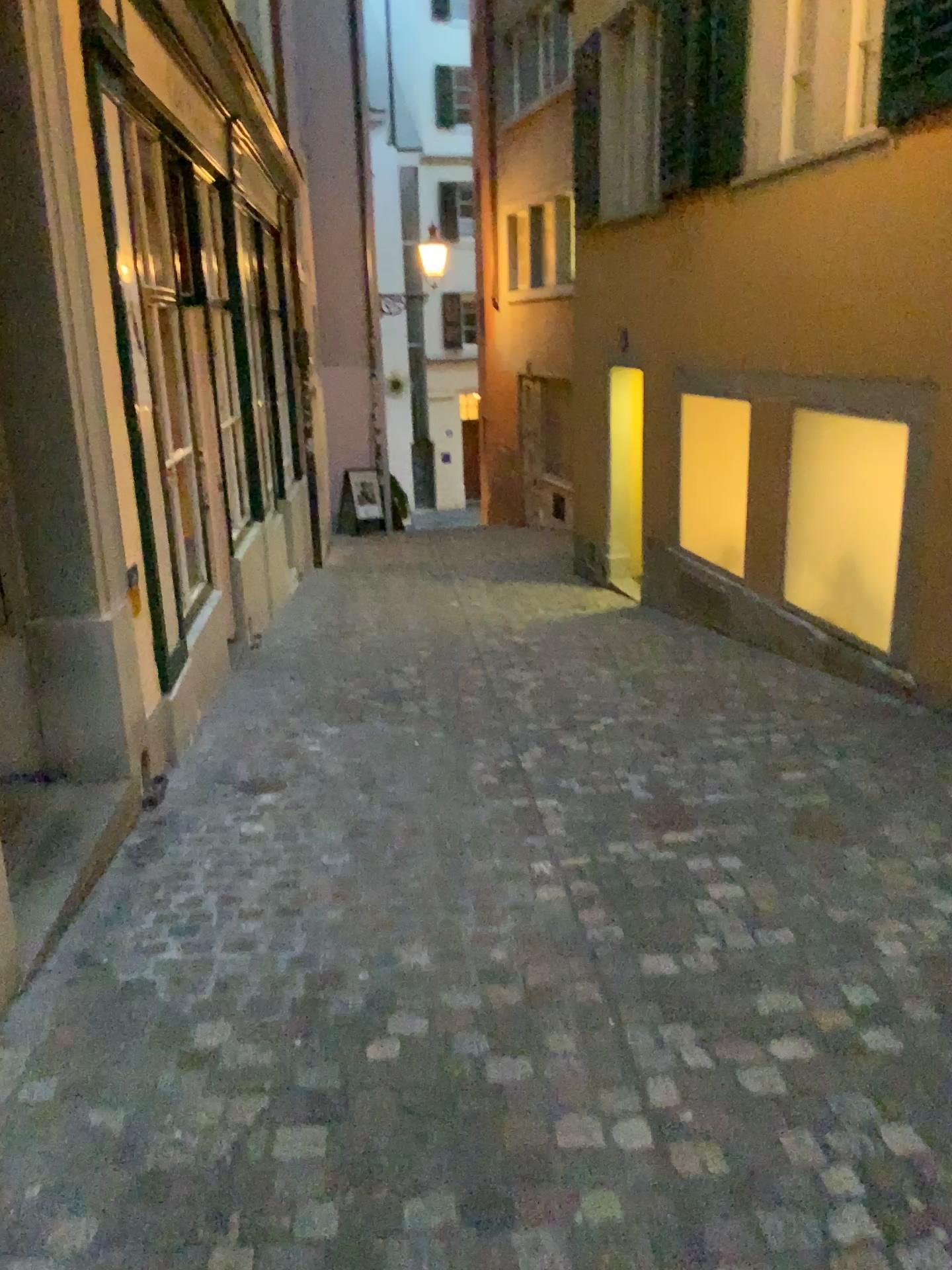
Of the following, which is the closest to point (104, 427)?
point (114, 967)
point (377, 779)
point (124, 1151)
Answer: point (377, 779)
